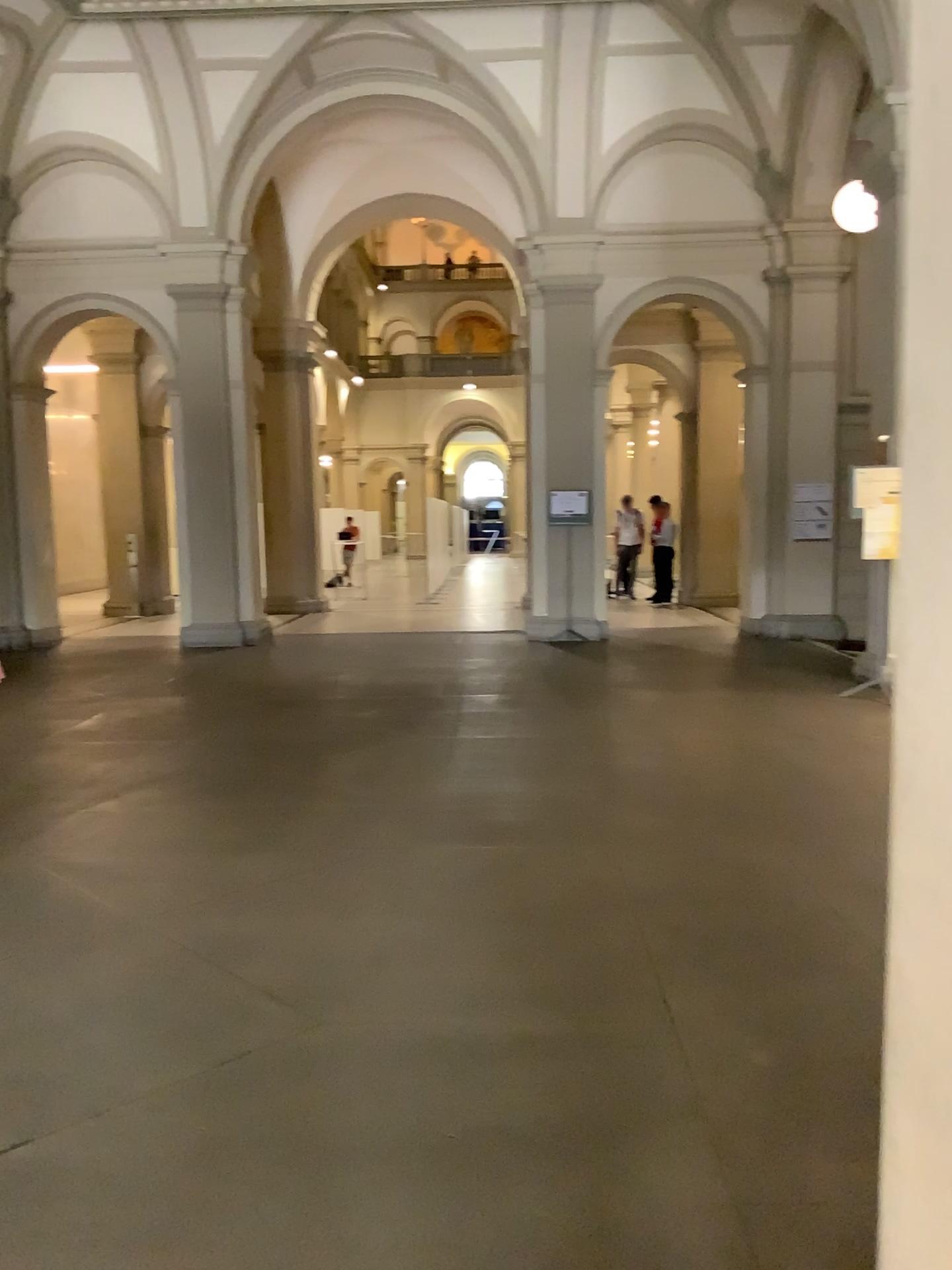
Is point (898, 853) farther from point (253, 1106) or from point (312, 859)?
point (312, 859)

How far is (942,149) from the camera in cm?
94

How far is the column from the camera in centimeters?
94cm
